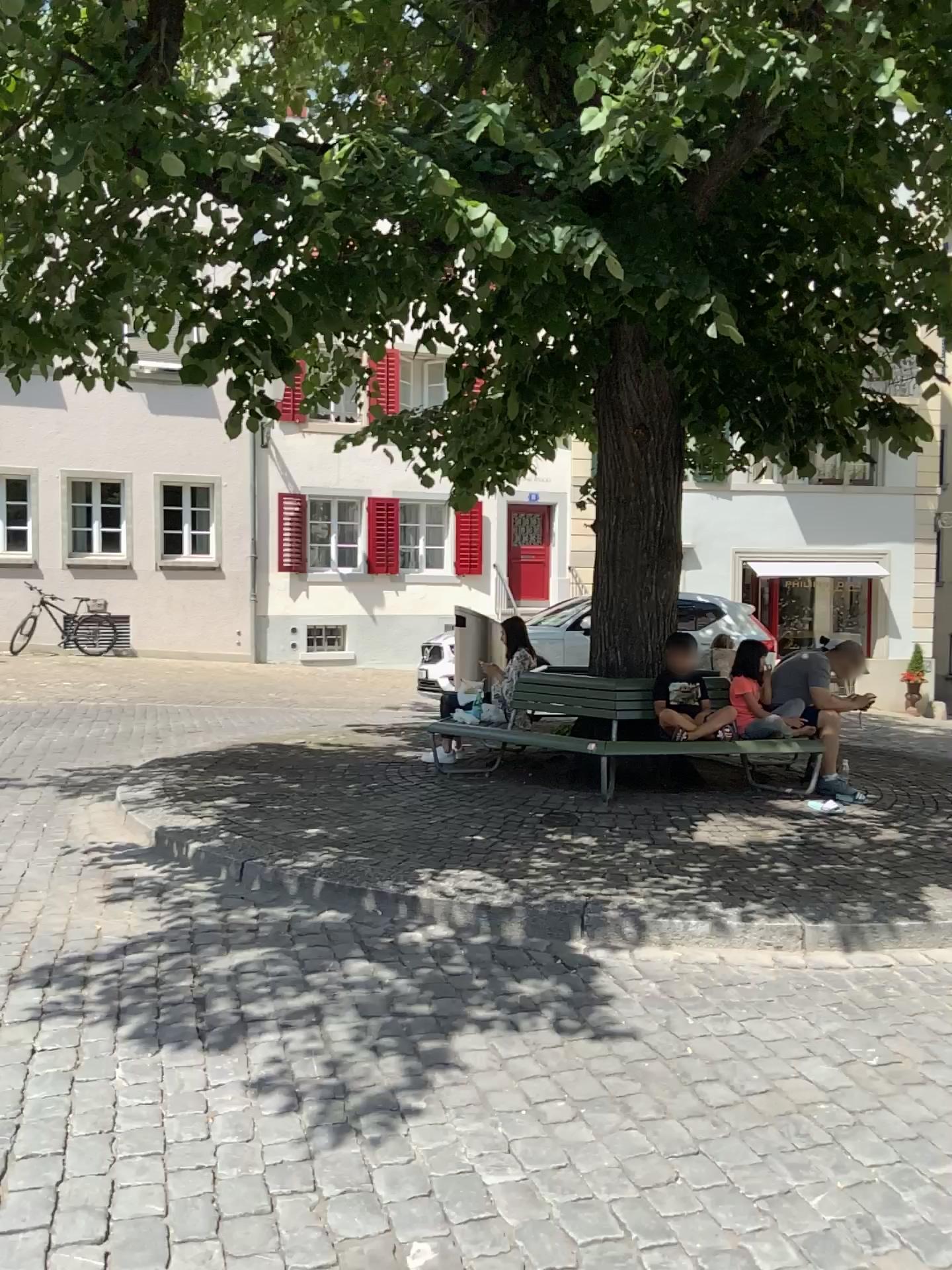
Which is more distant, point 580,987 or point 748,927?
point 748,927
